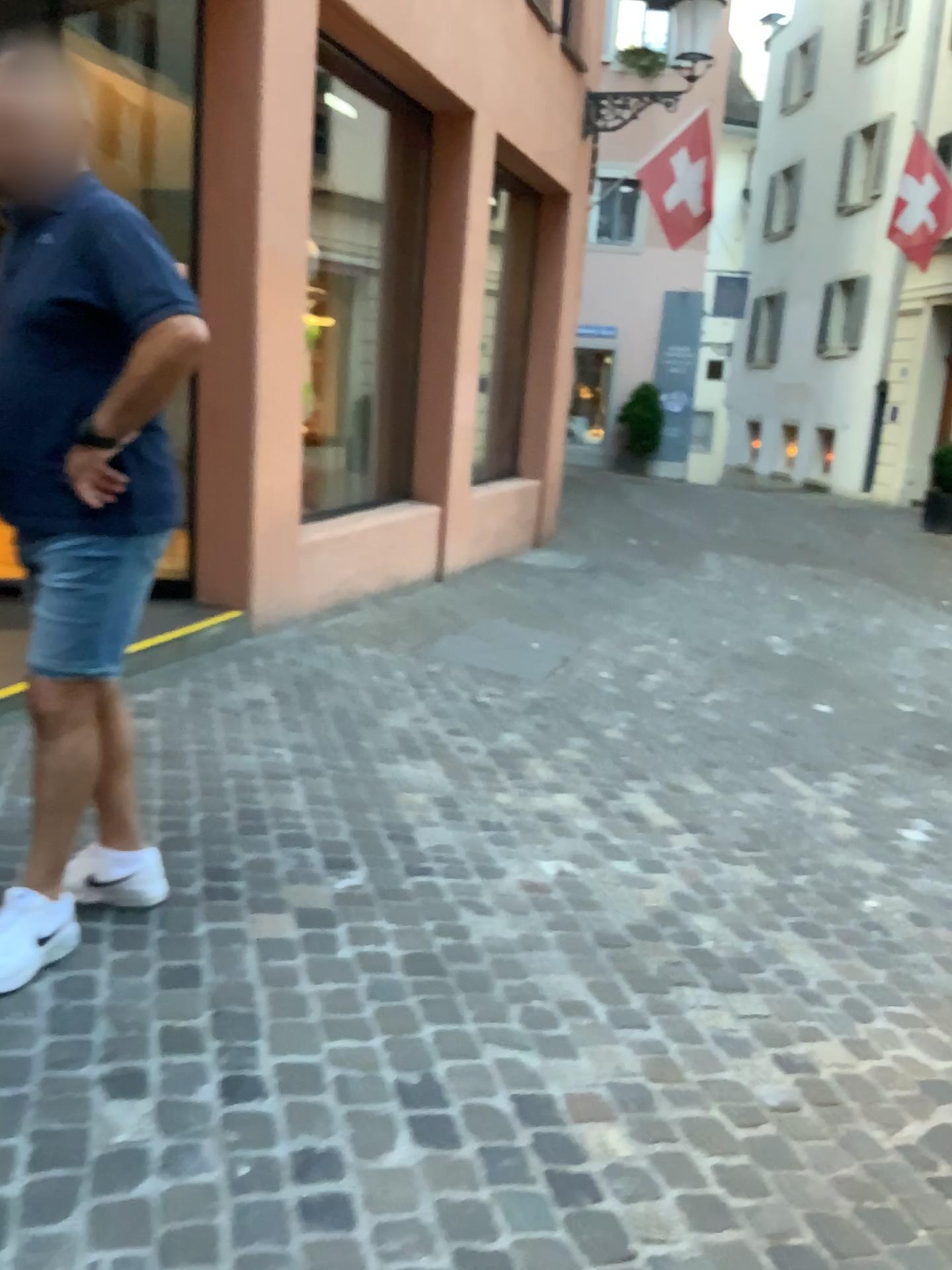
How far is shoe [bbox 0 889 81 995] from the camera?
2.00m

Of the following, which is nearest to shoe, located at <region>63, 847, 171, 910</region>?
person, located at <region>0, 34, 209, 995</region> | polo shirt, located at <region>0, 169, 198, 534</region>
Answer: person, located at <region>0, 34, 209, 995</region>

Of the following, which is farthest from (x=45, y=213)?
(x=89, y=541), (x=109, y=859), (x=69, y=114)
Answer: (x=109, y=859)

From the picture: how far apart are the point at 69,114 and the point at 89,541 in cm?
78

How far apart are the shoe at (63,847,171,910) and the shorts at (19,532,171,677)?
0.5m

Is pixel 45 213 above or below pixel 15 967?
above

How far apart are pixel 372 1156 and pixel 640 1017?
0.8 meters

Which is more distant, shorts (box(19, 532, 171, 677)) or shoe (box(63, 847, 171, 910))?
shoe (box(63, 847, 171, 910))

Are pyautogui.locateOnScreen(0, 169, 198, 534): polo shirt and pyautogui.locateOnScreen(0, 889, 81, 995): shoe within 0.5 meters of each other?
no

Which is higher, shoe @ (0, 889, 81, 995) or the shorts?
the shorts
